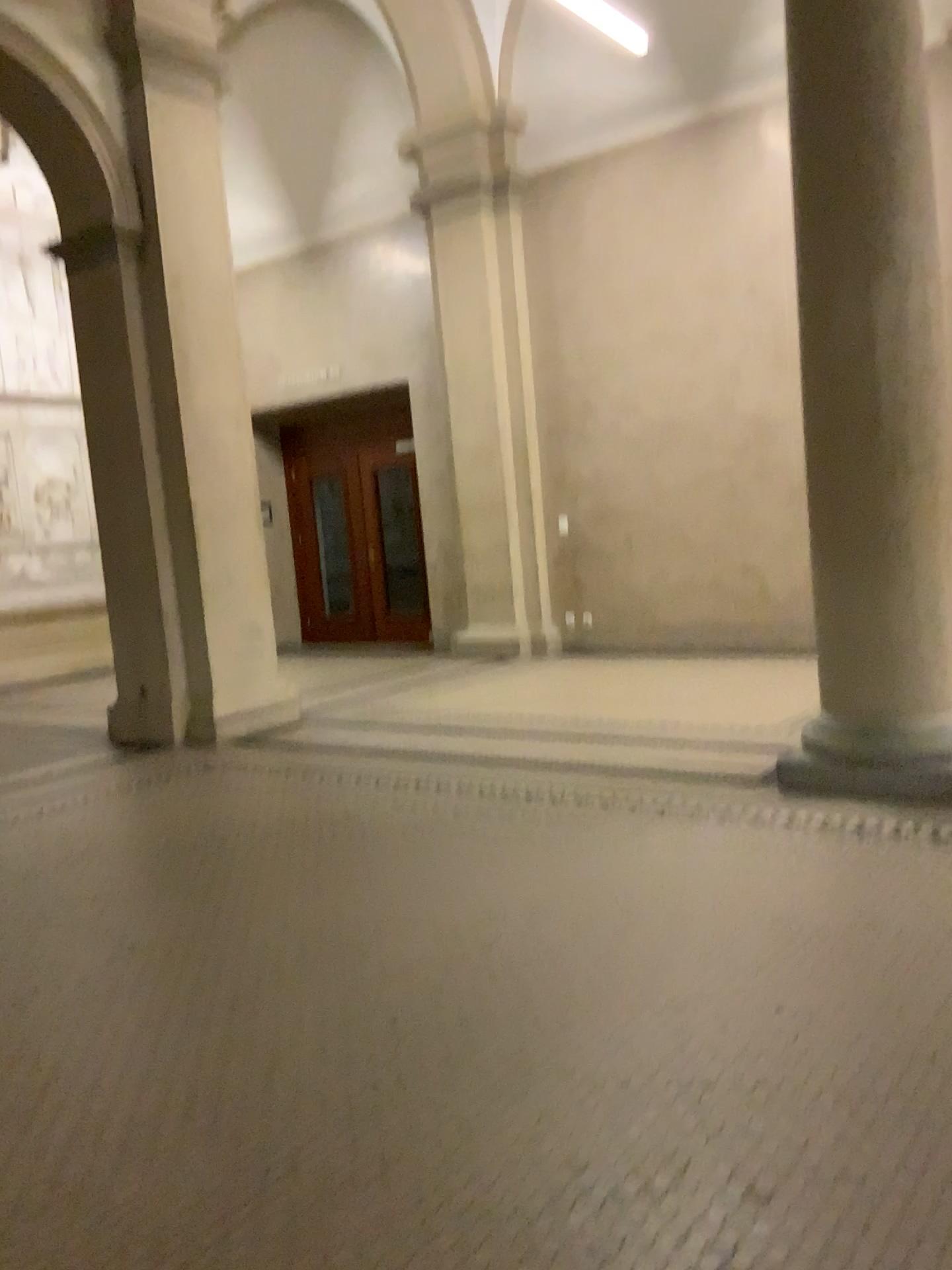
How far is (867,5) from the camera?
3.9 meters

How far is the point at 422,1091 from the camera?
2.16m

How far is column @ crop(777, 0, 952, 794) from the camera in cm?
395
